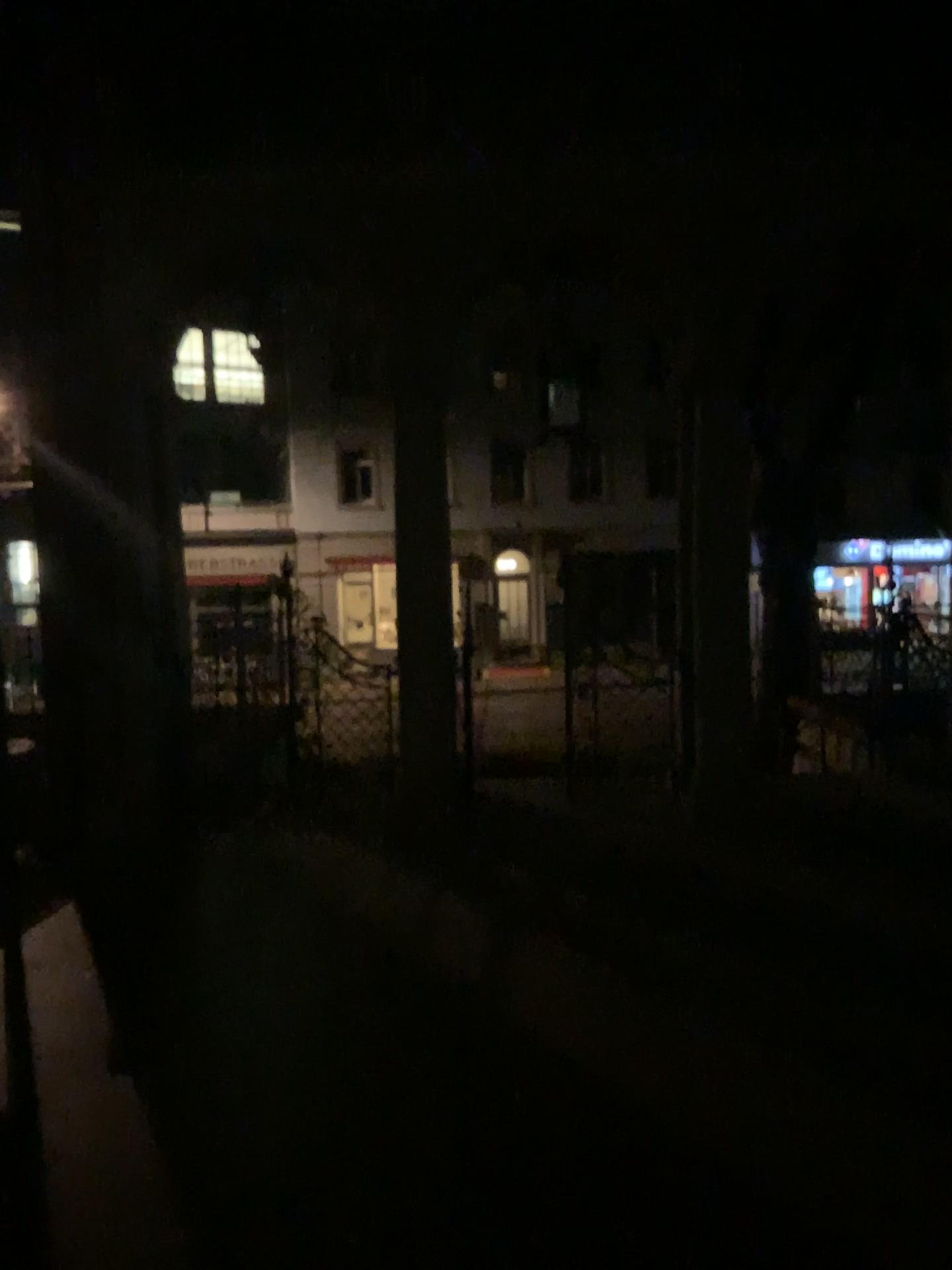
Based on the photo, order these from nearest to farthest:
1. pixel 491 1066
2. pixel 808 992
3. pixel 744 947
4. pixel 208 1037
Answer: pixel 491 1066, pixel 208 1037, pixel 808 992, pixel 744 947
